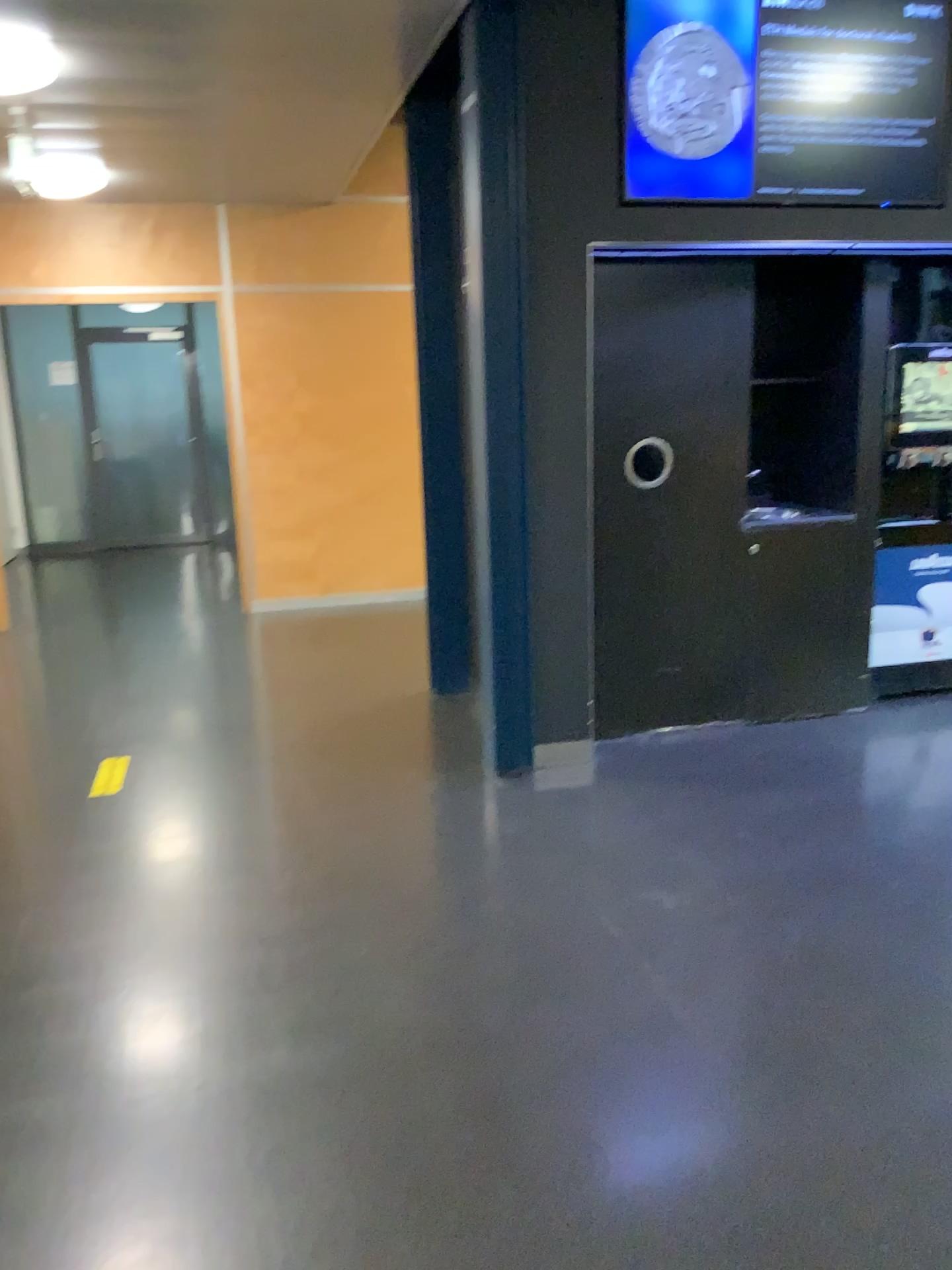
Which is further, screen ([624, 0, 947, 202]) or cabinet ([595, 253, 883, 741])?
cabinet ([595, 253, 883, 741])

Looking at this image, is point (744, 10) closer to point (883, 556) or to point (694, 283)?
point (694, 283)

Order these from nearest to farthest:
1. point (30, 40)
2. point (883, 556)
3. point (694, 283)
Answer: point (30, 40), point (694, 283), point (883, 556)

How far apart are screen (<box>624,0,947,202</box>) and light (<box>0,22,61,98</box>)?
2.0 meters

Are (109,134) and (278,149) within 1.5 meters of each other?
yes

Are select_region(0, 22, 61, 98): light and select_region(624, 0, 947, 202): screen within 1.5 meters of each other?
no

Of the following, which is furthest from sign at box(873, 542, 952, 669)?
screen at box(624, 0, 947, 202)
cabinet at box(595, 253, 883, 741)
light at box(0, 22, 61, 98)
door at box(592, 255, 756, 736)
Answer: light at box(0, 22, 61, 98)

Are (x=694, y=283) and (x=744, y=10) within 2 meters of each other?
yes

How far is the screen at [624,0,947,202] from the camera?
3.57m

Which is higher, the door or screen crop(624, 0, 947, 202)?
screen crop(624, 0, 947, 202)
